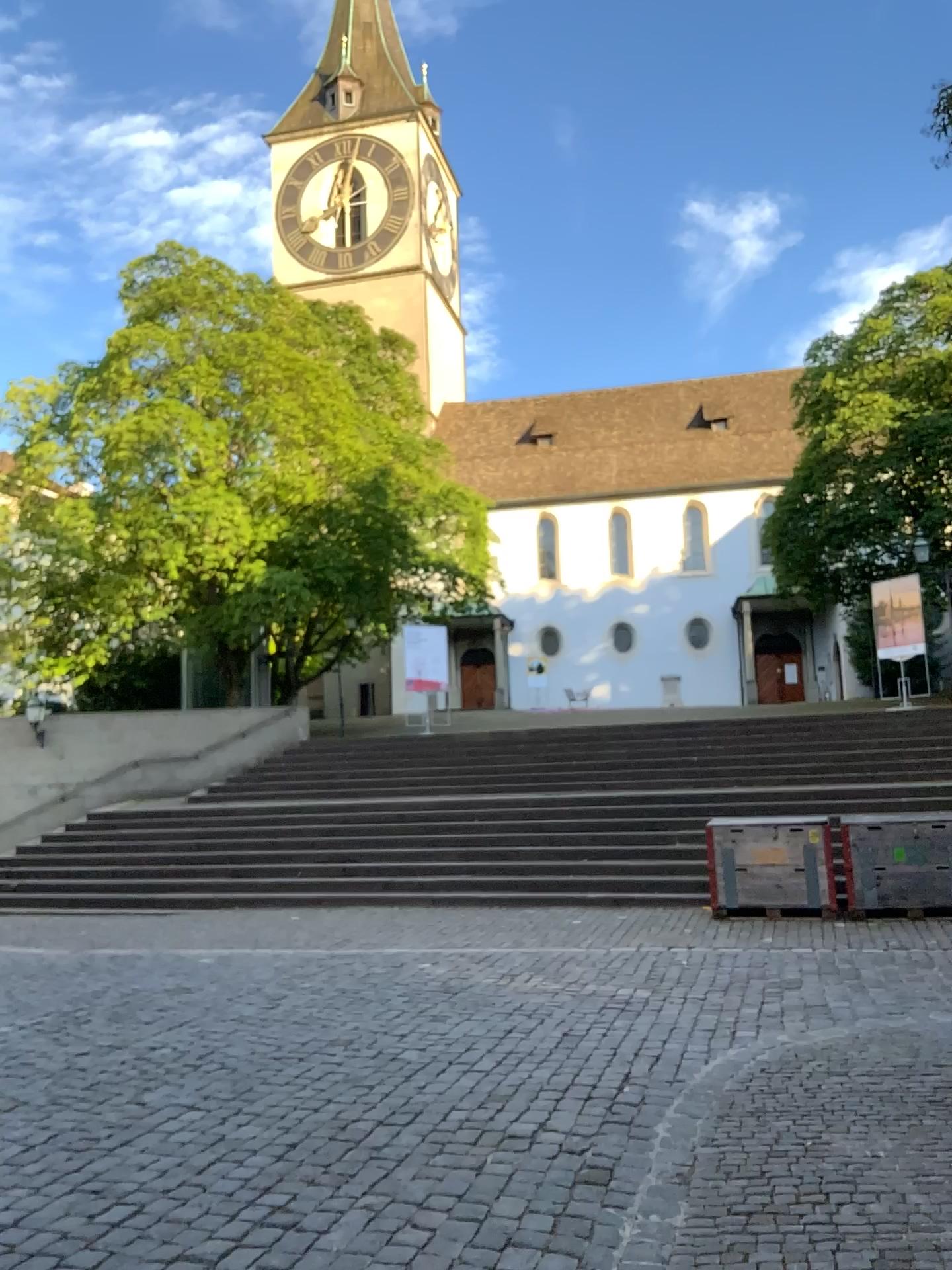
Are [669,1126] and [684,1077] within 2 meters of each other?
yes
